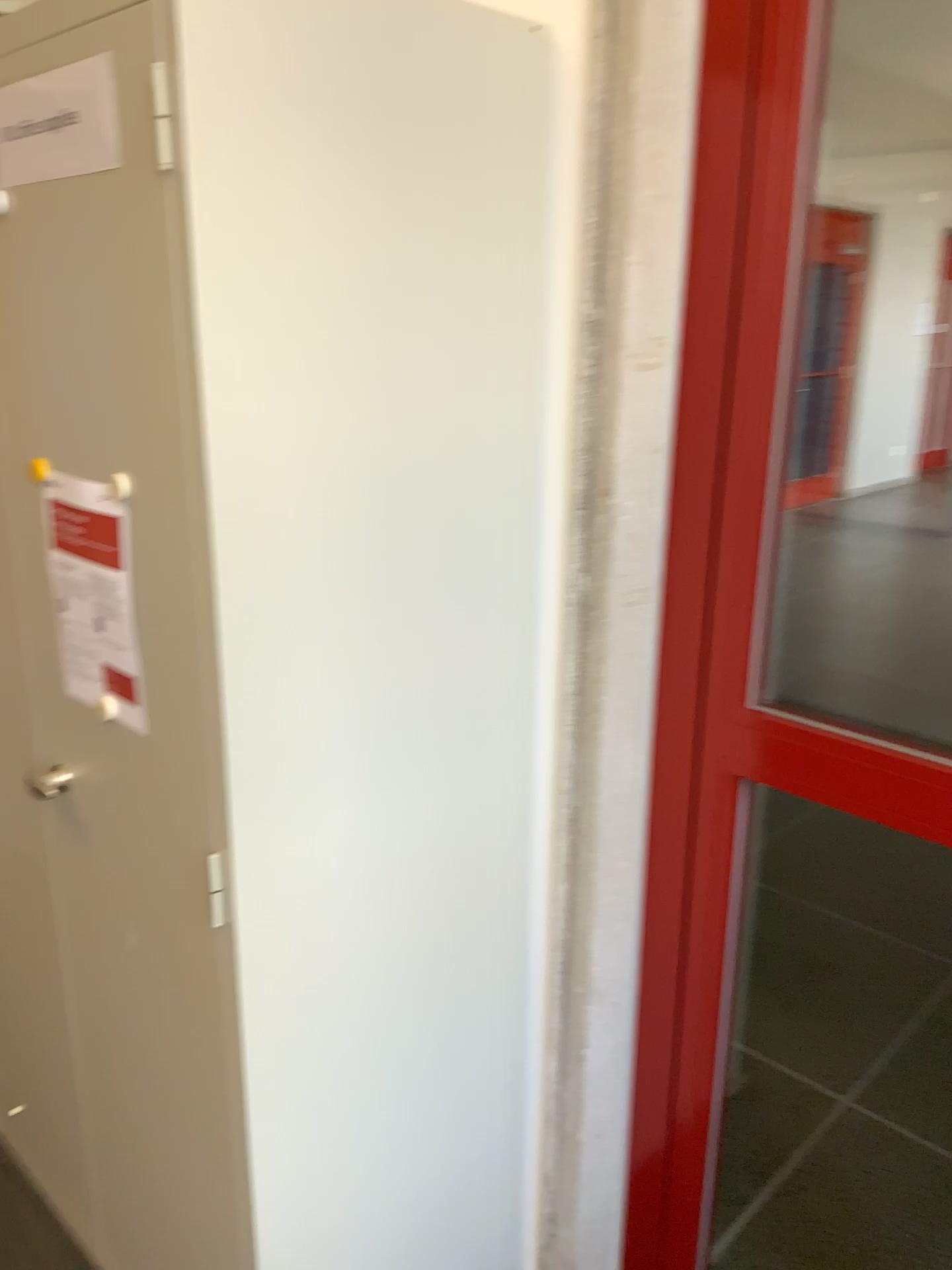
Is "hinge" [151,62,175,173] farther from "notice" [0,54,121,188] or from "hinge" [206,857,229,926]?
"hinge" [206,857,229,926]

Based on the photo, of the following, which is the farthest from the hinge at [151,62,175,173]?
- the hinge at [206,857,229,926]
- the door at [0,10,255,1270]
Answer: the hinge at [206,857,229,926]

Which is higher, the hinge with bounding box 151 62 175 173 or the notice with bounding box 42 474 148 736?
the hinge with bounding box 151 62 175 173

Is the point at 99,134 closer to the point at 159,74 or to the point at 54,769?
the point at 159,74

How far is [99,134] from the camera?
→ 1.08m

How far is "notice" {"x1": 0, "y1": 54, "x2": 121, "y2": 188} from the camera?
1.1m

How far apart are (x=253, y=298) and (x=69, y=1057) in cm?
132

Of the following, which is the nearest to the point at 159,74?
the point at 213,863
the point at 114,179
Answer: the point at 114,179

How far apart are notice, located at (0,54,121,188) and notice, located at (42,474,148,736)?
0.3 meters

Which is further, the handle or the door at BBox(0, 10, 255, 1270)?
the handle
